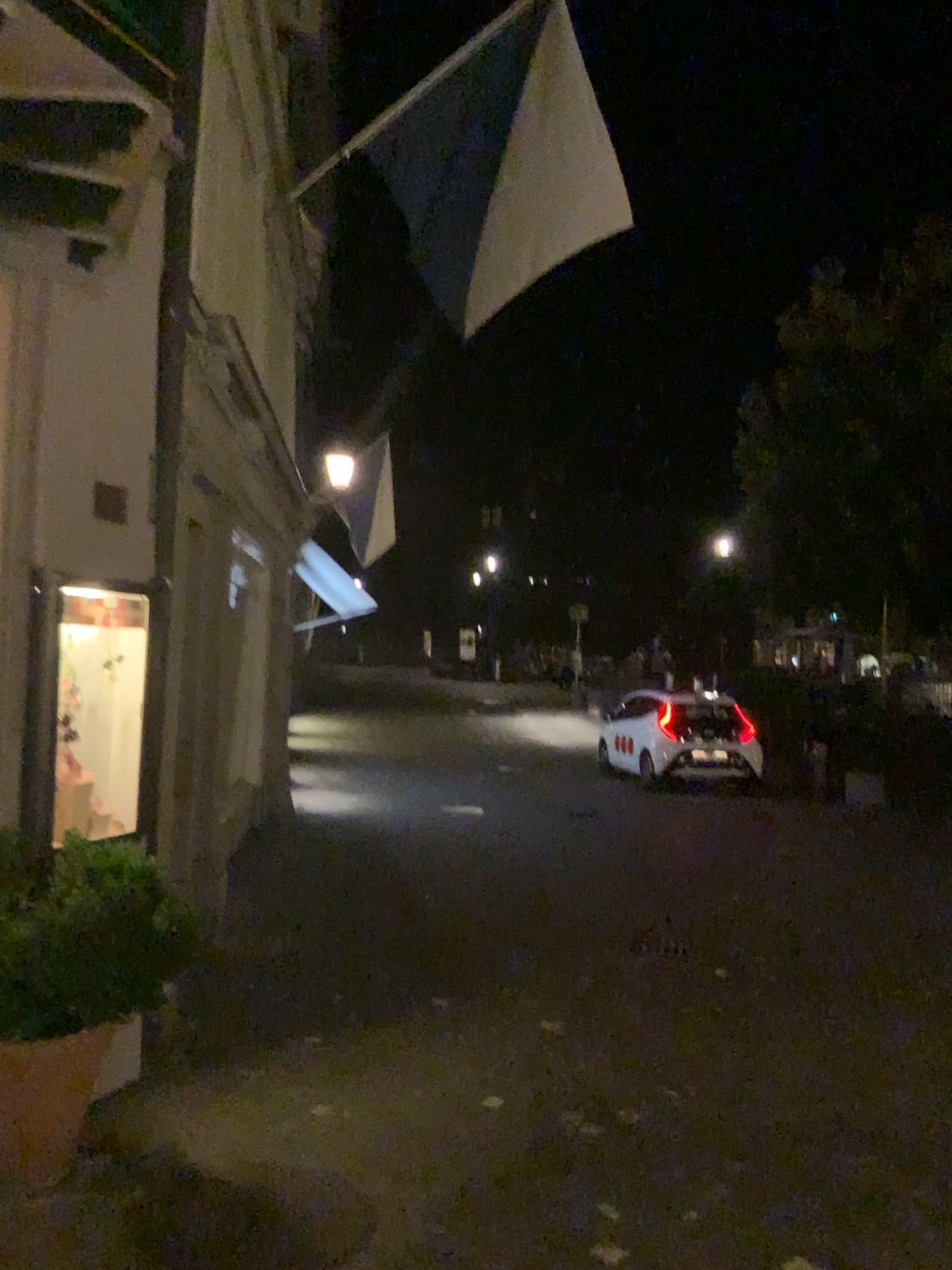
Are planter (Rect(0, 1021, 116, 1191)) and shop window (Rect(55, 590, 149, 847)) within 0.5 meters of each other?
no

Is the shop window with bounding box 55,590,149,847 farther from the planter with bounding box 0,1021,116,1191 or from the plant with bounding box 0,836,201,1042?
the planter with bounding box 0,1021,116,1191

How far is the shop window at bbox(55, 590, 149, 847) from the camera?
3.9 meters

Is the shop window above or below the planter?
above

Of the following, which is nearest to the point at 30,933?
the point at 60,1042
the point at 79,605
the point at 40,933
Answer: the point at 40,933

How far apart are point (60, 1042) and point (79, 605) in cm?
151

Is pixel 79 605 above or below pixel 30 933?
above

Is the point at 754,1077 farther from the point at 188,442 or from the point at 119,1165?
the point at 188,442

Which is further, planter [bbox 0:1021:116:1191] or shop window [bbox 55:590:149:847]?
shop window [bbox 55:590:149:847]

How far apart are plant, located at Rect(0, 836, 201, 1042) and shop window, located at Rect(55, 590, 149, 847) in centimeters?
48cm
